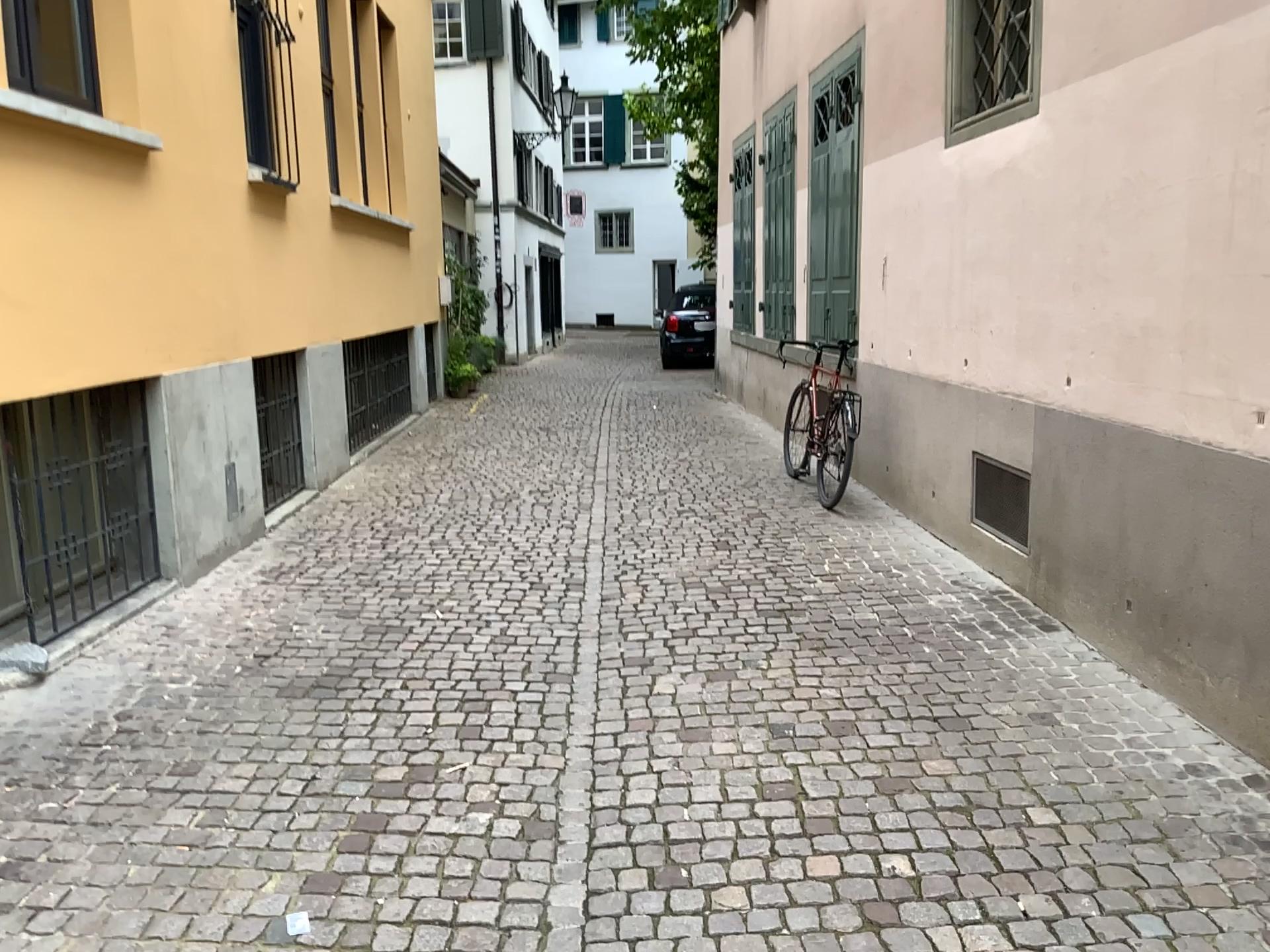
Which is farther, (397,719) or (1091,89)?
(1091,89)
